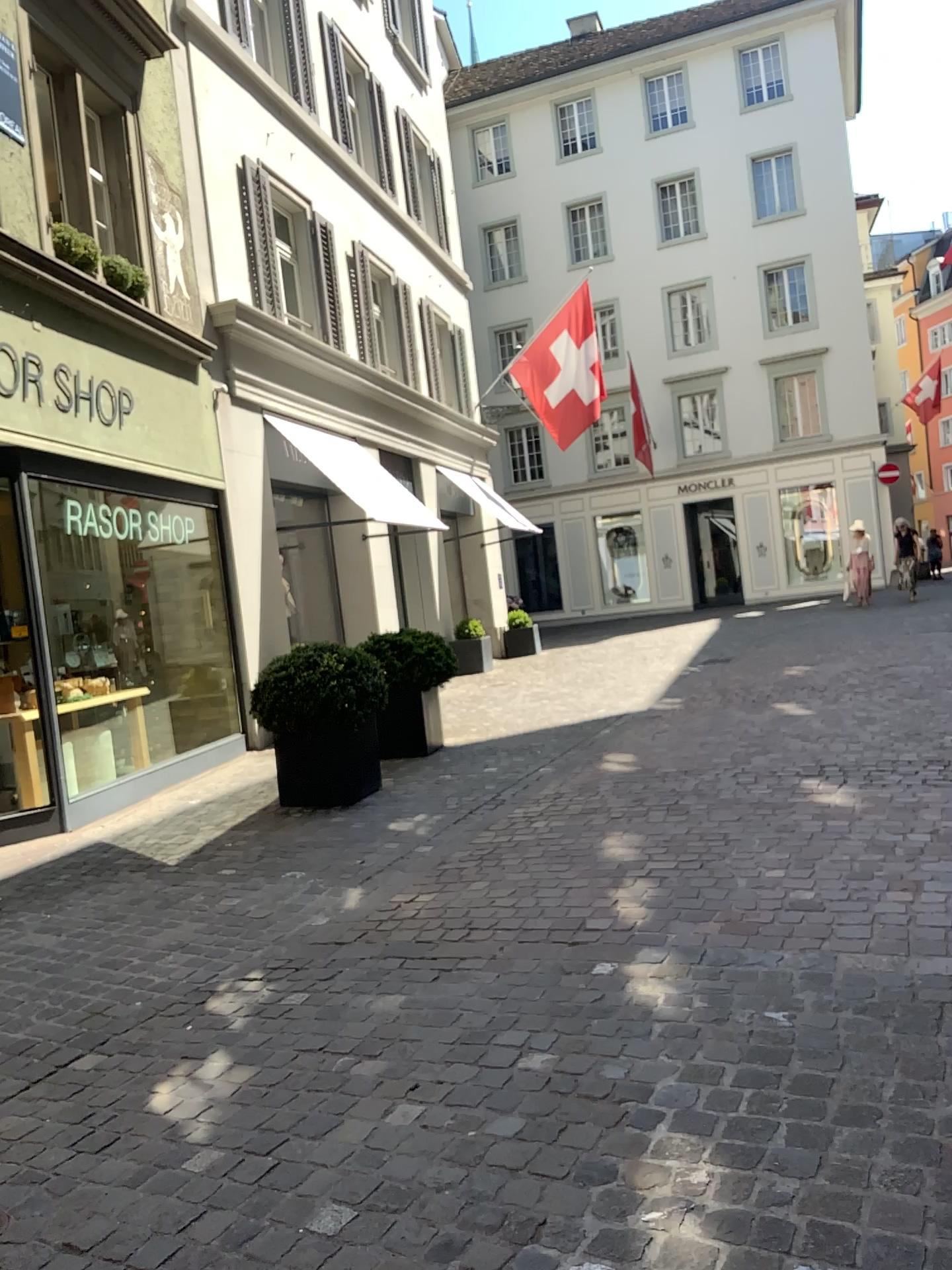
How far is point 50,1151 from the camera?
2.7 meters
